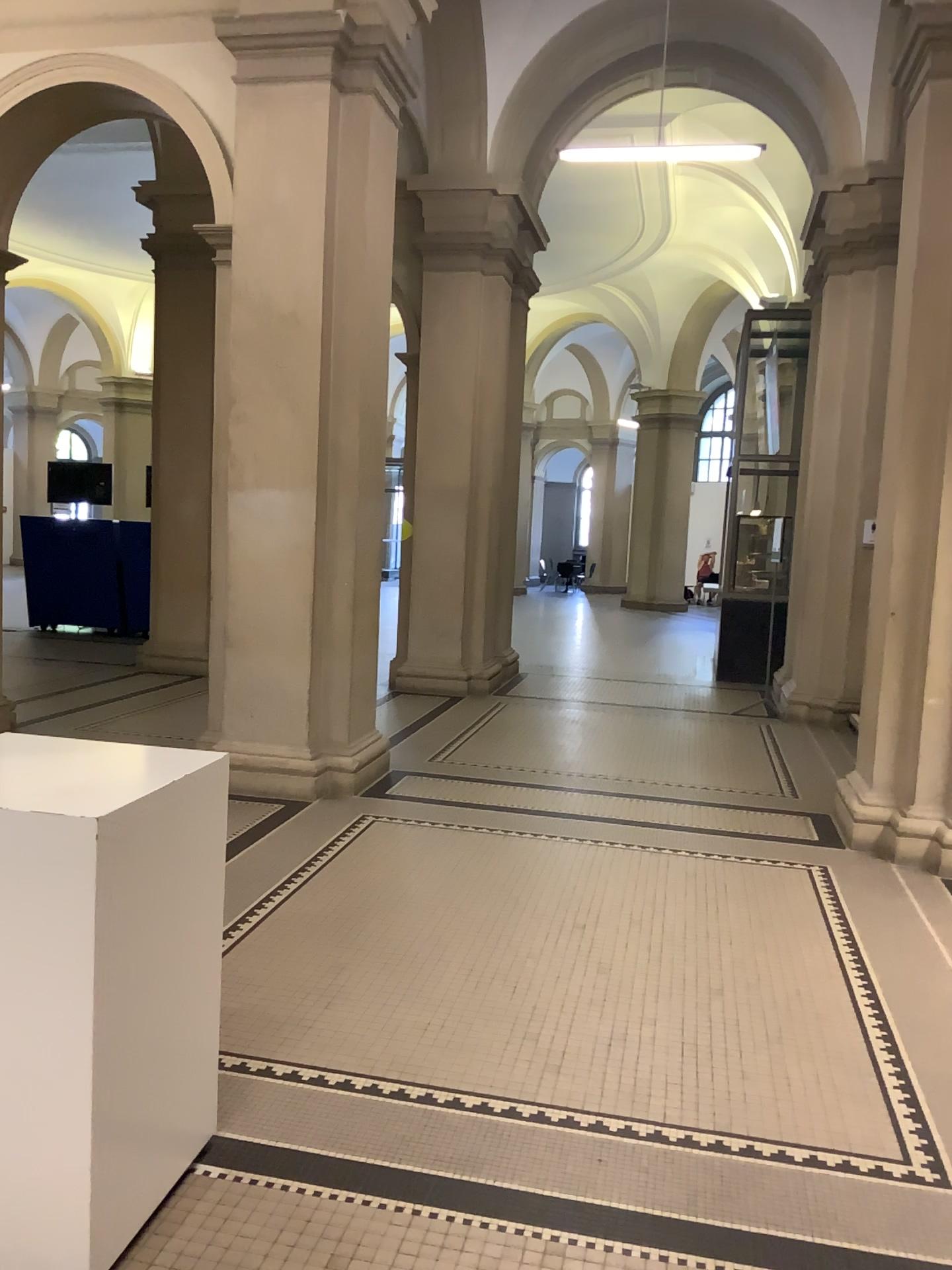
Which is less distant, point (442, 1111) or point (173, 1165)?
point (173, 1165)

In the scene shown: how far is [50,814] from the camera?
2.0 meters

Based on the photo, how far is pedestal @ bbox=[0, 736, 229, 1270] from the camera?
2.03m
